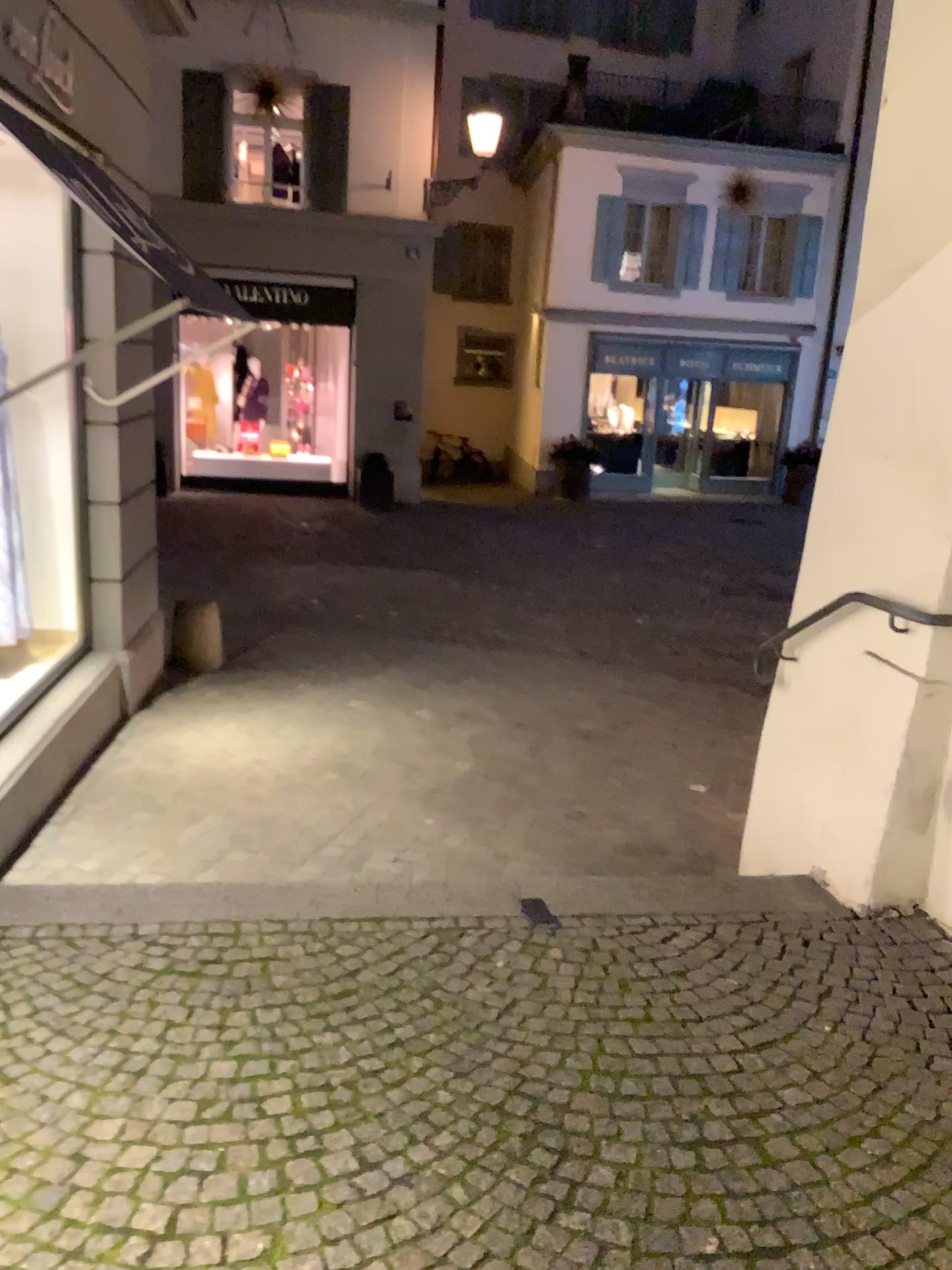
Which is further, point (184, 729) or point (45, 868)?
point (184, 729)
